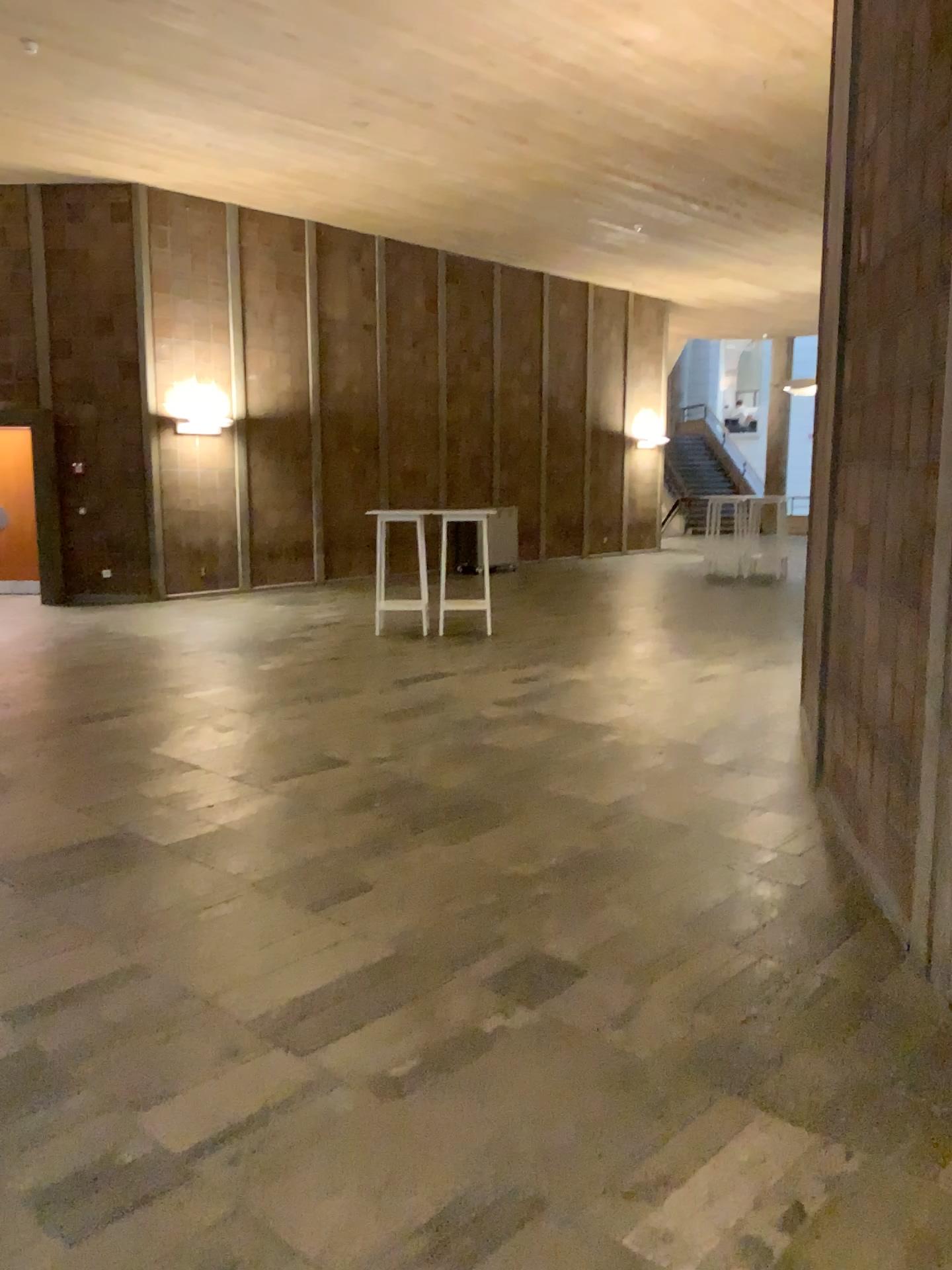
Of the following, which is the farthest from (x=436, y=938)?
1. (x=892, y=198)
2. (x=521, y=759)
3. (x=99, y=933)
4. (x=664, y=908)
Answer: (x=892, y=198)
